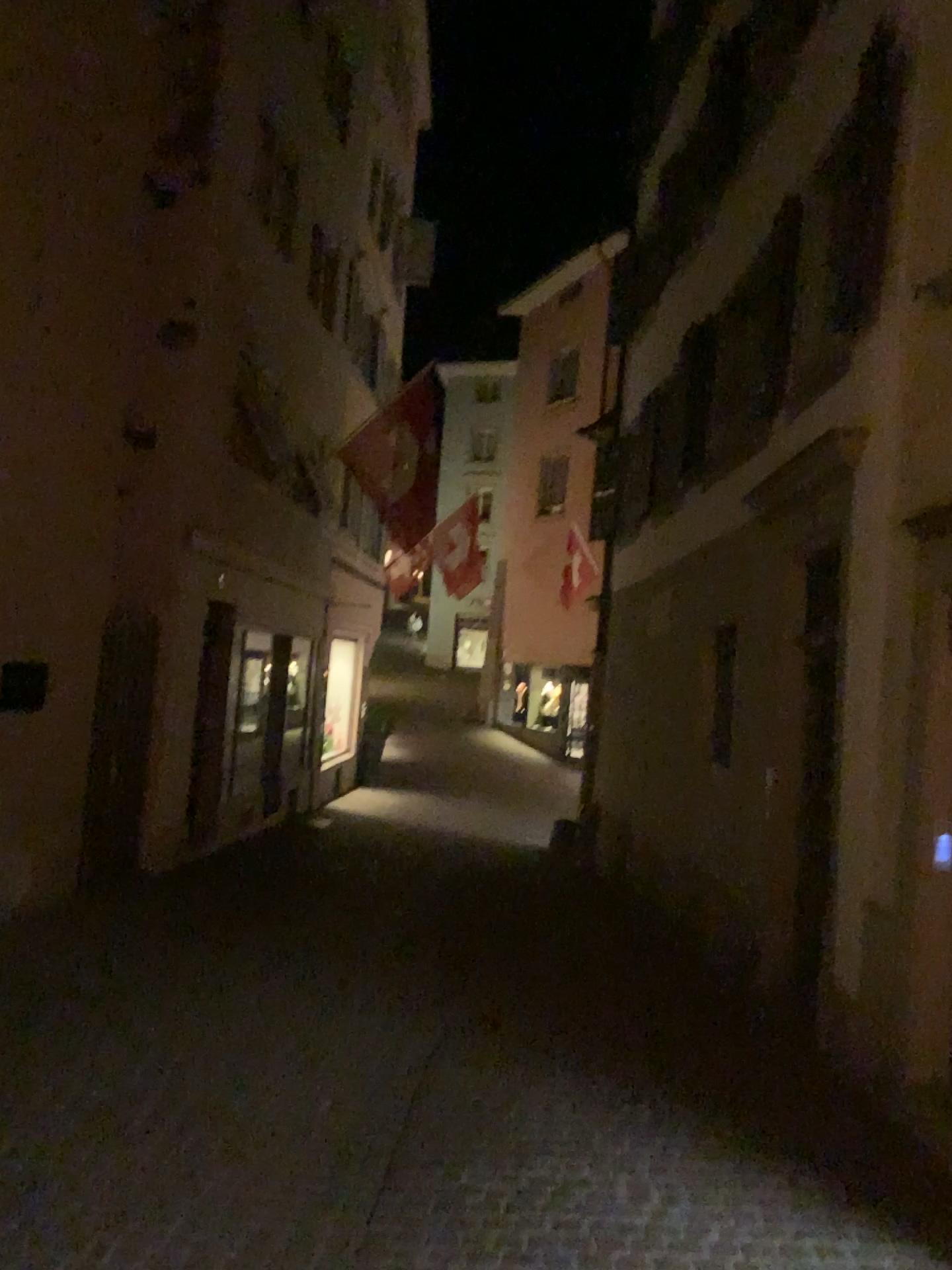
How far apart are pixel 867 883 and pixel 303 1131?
2.6 meters
